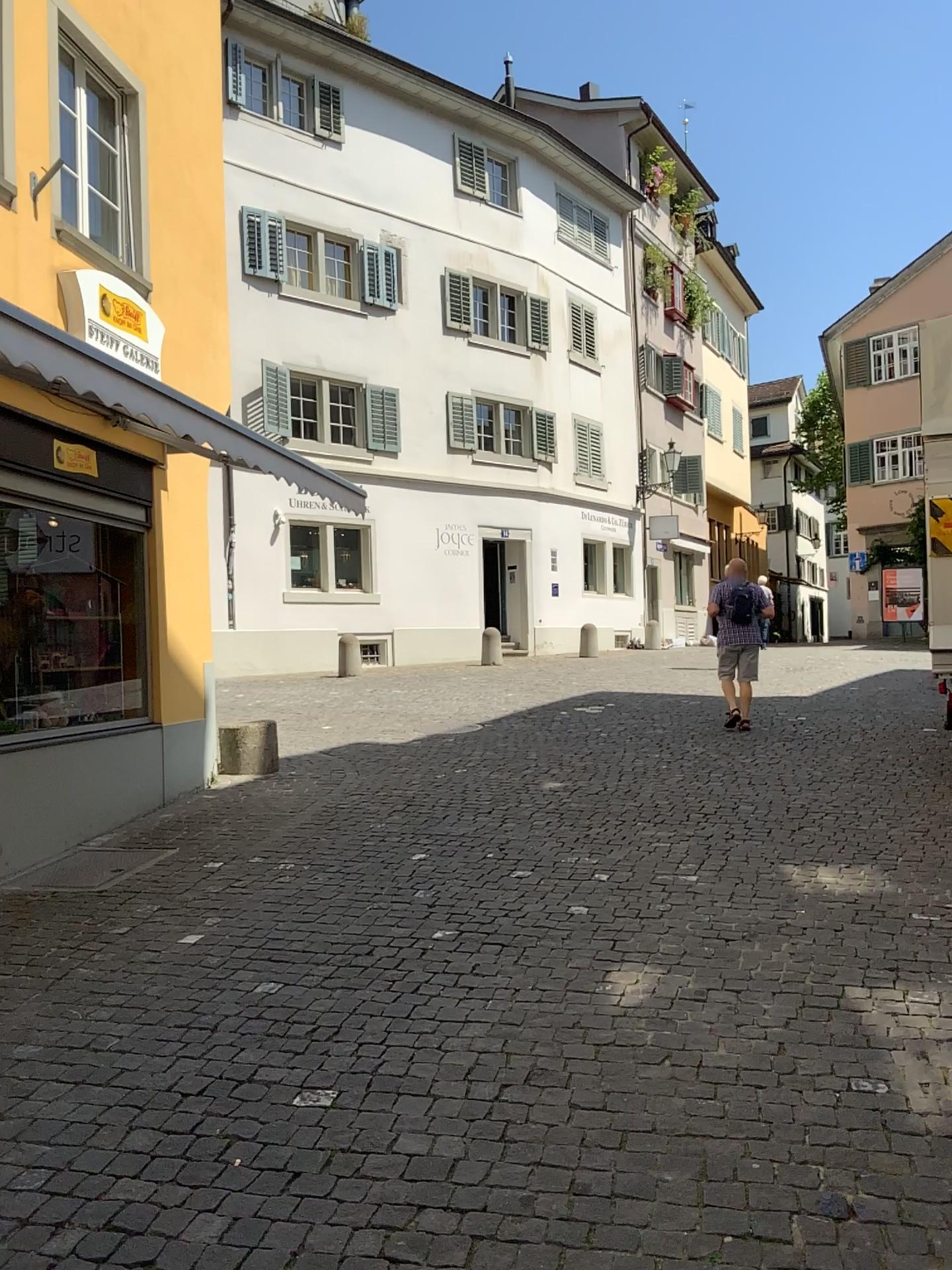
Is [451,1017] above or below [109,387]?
below
